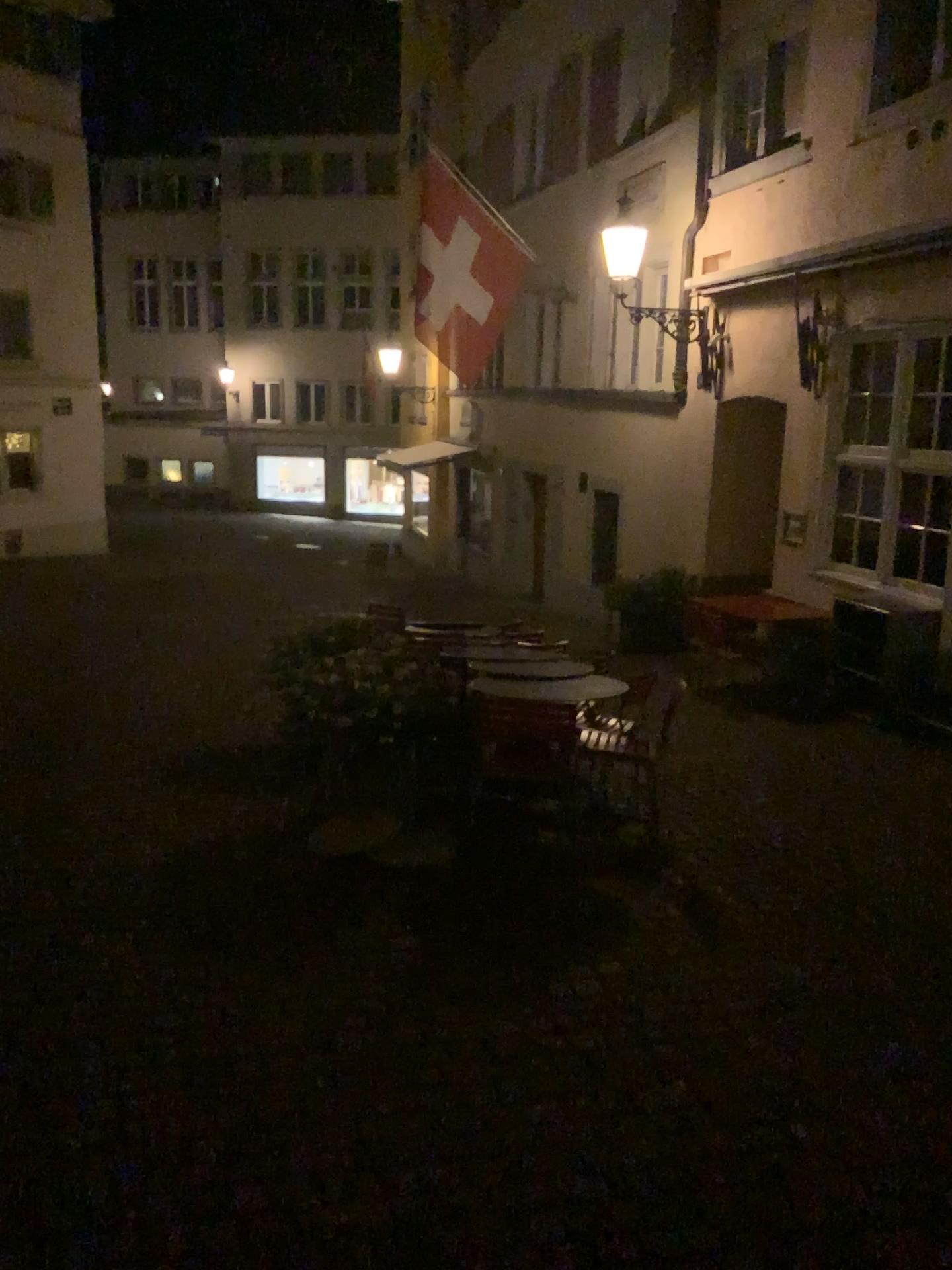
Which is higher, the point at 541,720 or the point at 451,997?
the point at 541,720
